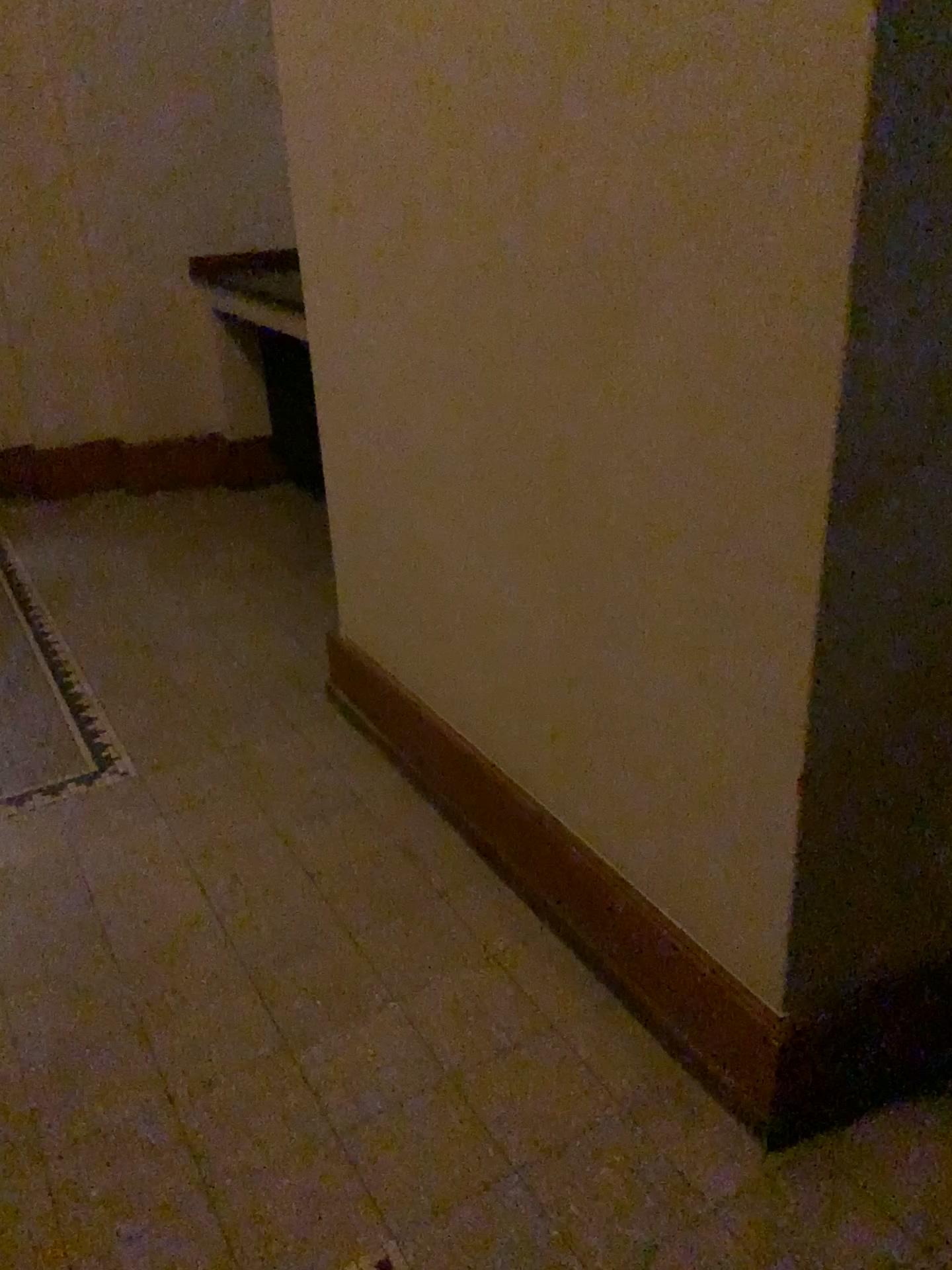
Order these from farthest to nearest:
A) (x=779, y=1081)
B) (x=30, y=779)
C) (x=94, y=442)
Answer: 1. (x=94, y=442)
2. (x=30, y=779)
3. (x=779, y=1081)

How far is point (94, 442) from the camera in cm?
466

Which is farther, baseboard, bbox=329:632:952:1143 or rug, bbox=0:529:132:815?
rug, bbox=0:529:132:815

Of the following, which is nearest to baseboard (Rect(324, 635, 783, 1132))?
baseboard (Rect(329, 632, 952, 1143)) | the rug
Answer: baseboard (Rect(329, 632, 952, 1143))

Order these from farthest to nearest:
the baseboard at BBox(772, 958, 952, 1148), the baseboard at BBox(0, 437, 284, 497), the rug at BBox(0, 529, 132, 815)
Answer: the baseboard at BBox(0, 437, 284, 497) → the rug at BBox(0, 529, 132, 815) → the baseboard at BBox(772, 958, 952, 1148)

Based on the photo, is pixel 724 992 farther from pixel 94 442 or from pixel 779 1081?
pixel 94 442

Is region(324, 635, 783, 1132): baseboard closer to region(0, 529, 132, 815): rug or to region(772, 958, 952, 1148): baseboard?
region(772, 958, 952, 1148): baseboard

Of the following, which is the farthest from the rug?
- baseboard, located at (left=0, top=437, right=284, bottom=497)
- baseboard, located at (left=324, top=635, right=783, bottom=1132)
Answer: baseboard, located at (left=0, top=437, right=284, bottom=497)

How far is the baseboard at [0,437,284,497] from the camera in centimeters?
466cm

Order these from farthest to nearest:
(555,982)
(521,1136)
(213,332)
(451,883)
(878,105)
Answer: → (213,332) → (451,883) → (555,982) → (521,1136) → (878,105)
